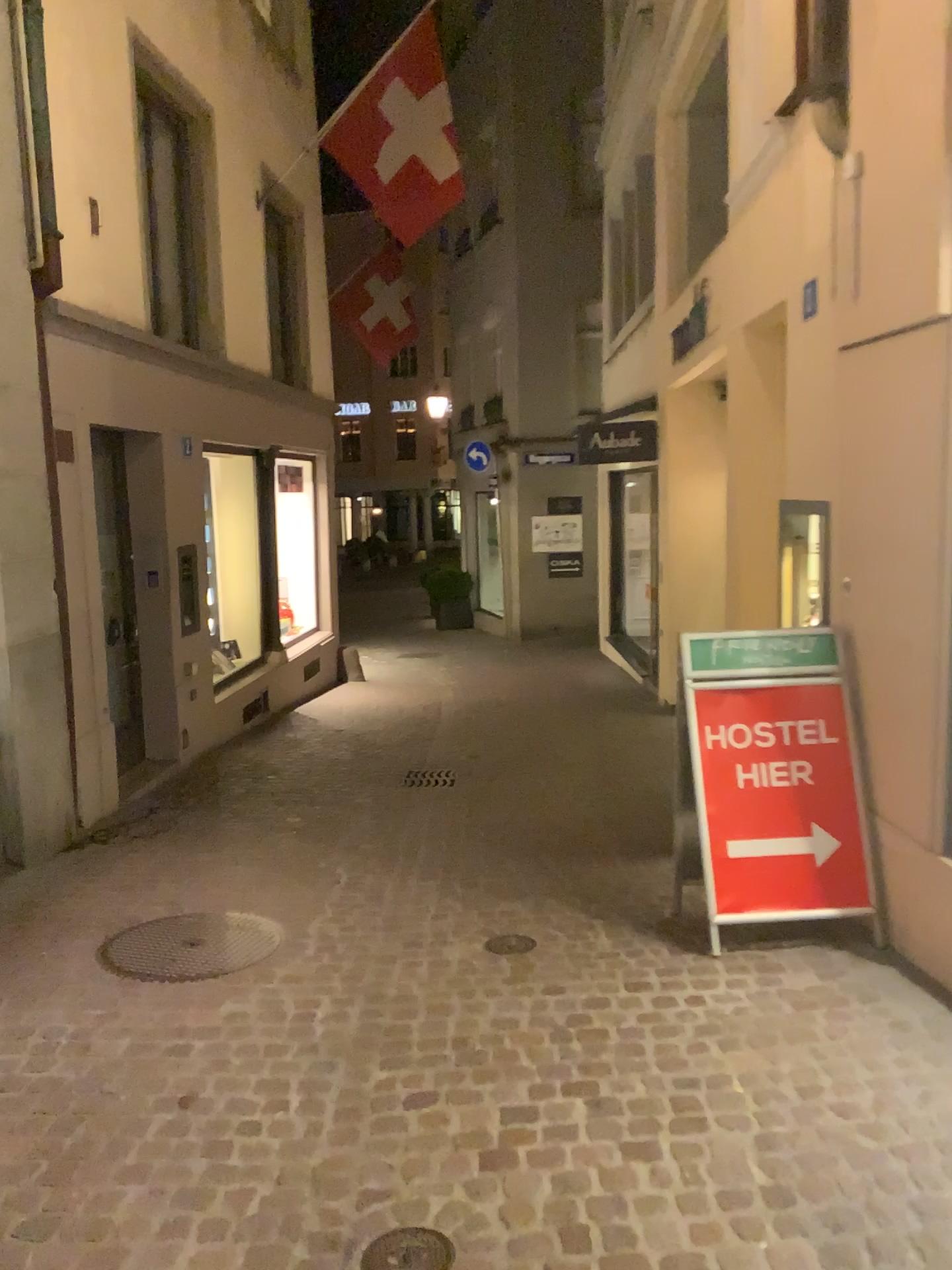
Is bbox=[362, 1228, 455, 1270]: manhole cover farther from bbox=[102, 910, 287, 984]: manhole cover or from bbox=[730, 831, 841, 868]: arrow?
bbox=[730, 831, 841, 868]: arrow

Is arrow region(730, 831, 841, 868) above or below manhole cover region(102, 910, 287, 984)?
above

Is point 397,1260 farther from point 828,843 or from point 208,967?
point 828,843

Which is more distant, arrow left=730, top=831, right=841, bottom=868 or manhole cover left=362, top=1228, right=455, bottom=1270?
arrow left=730, top=831, right=841, bottom=868

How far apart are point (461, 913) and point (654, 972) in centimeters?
101cm

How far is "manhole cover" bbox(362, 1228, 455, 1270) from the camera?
2.32m

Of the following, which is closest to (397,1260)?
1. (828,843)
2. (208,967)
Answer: (208,967)

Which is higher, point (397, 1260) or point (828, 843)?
point (828, 843)

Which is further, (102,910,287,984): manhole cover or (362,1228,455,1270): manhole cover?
(102,910,287,984): manhole cover

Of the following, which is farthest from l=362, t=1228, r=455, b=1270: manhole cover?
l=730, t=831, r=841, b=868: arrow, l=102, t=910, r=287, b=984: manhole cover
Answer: l=730, t=831, r=841, b=868: arrow
